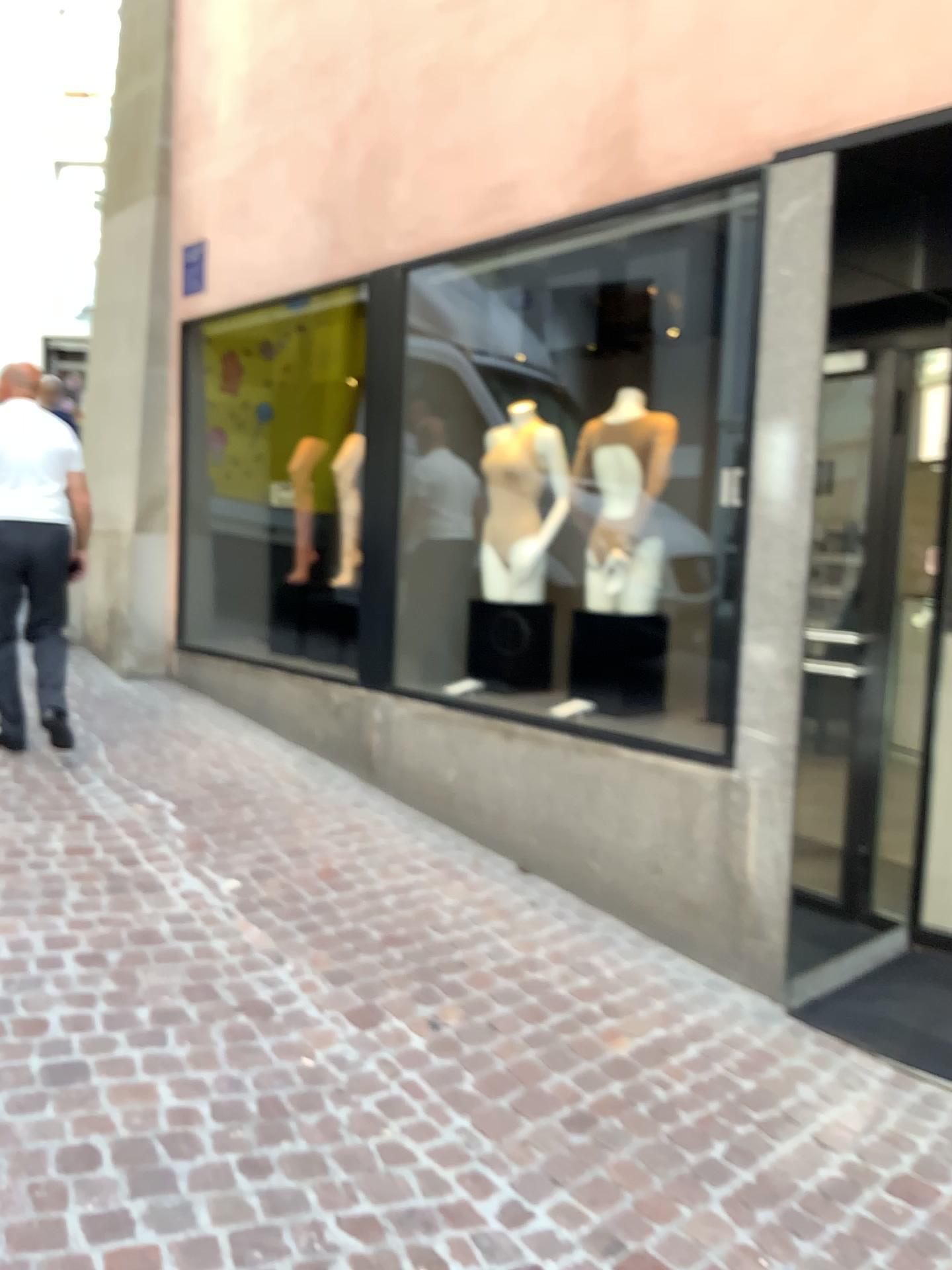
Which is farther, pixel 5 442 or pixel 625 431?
pixel 5 442

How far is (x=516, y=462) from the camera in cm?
448

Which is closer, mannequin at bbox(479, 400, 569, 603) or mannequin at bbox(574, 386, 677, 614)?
mannequin at bbox(574, 386, 677, 614)

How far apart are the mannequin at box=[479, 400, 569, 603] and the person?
1.78m

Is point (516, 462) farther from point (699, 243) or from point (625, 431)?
point (699, 243)

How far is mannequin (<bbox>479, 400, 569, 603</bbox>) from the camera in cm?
448

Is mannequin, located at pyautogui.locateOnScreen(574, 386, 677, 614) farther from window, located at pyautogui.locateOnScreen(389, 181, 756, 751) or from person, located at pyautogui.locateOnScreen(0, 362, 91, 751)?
person, located at pyautogui.locateOnScreen(0, 362, 91, 751)

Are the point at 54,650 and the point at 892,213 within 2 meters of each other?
no

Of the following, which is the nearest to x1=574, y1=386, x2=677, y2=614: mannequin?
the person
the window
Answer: the window
